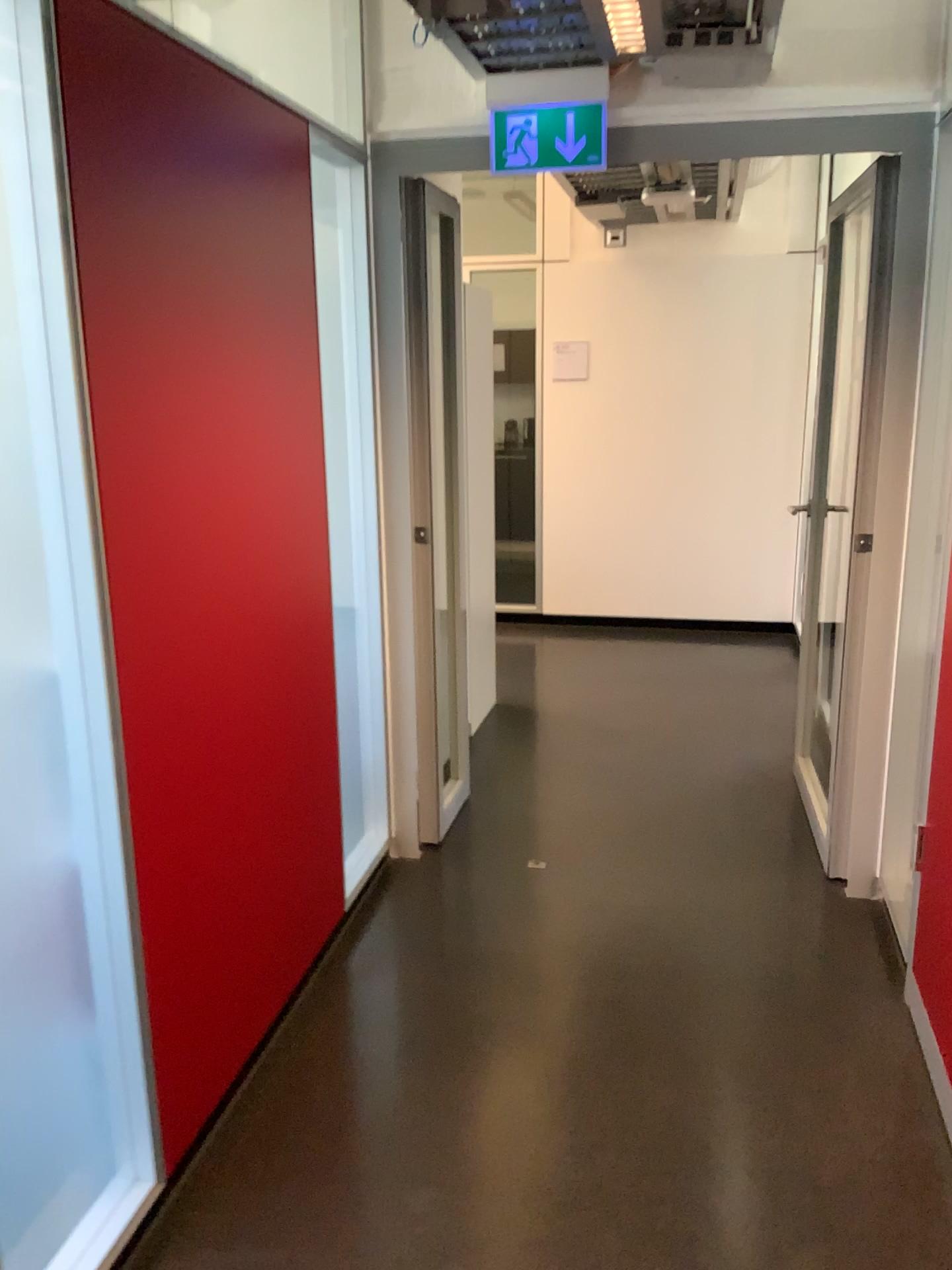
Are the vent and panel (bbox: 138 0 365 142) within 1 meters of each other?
yes

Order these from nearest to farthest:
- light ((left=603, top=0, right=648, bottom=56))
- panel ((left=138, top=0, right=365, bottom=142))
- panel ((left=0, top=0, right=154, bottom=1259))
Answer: panel ((left=0, top=0, right=154, bottom=1259))
light ((left=603, top=0, right=648, bottom=56))
panel ((left=138, top=0, right=365, bottom=142))

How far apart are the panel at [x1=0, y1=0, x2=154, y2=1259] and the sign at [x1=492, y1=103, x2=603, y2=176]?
1.5m

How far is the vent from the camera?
2.55m

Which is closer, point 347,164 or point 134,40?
point 134,40

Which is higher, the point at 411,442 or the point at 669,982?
the point at 411,442

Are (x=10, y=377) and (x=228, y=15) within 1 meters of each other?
no

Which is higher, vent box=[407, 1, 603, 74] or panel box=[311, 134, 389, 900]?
vent box=[407, 1, 603, 74]

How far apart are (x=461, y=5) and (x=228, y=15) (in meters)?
0.68

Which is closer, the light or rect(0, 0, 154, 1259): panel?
rect(0, 0, 154, 1259): panel
